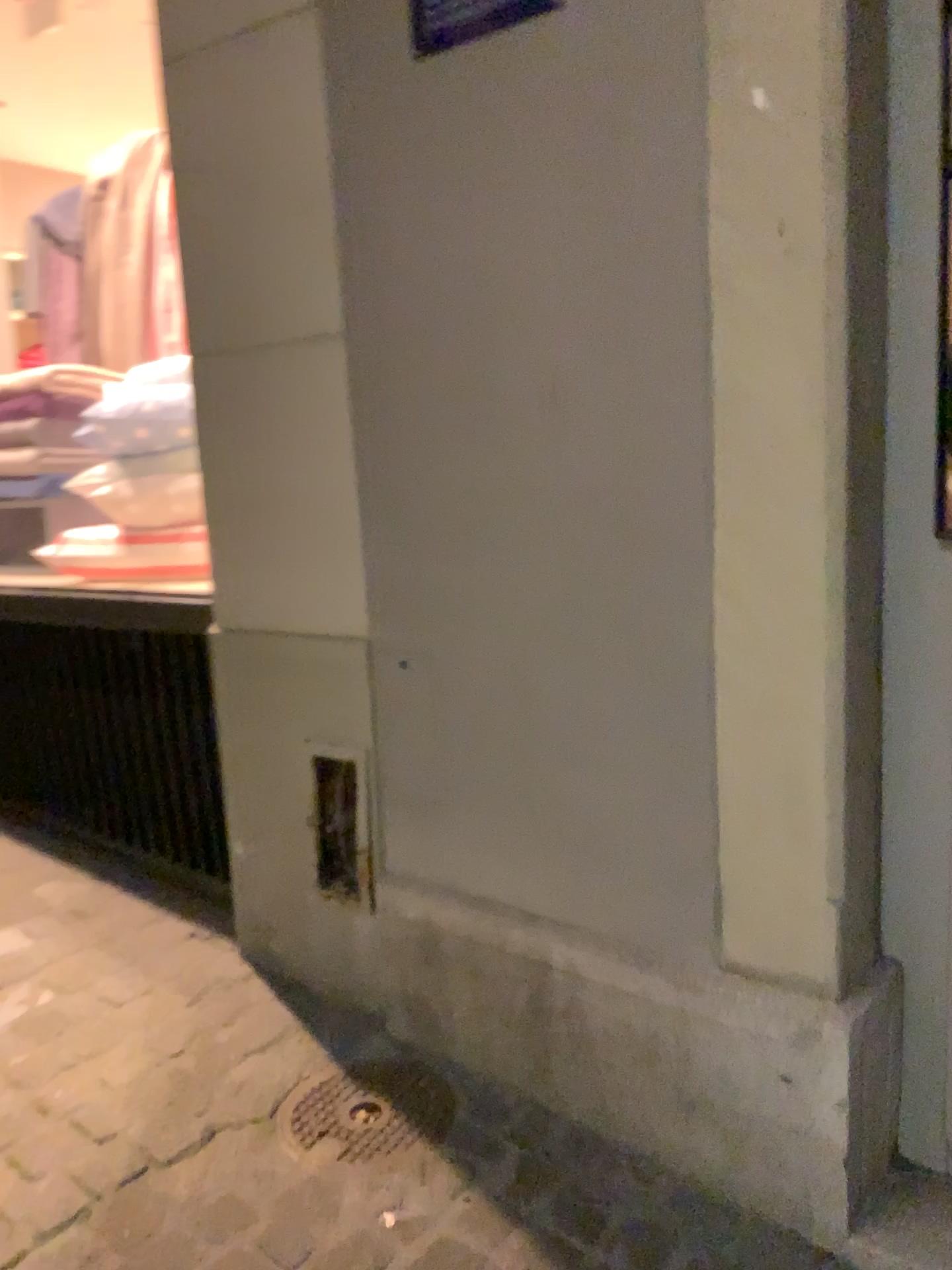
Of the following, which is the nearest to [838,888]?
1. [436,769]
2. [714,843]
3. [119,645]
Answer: [714,843]

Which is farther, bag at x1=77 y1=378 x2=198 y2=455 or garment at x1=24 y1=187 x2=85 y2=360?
garment at x1=24 y1=187 x2=85 y2=360

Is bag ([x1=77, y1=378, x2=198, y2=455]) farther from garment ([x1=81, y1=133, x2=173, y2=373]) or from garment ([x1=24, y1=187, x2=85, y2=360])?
garment ([x1=24, y1=187, x2=85, y2=360])

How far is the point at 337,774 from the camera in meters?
2.0 m

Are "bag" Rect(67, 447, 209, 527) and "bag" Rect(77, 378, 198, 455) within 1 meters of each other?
yes

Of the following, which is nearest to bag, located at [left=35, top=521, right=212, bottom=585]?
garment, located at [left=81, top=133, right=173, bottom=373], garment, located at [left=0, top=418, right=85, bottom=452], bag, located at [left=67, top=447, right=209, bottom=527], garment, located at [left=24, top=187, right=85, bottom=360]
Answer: bag, located at [left=67, top=447, right=209, bottom=527]

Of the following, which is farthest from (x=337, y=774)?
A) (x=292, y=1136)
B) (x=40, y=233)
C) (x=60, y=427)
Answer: (x=40, y=233)

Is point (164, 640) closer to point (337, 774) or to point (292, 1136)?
point (337, 774)

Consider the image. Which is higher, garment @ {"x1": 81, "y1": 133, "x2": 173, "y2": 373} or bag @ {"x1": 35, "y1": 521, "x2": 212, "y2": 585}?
garment @ {"x1": 81, "y1": 133, "x2": 173, "y2": 373}

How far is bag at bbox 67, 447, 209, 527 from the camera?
2.7 meters
